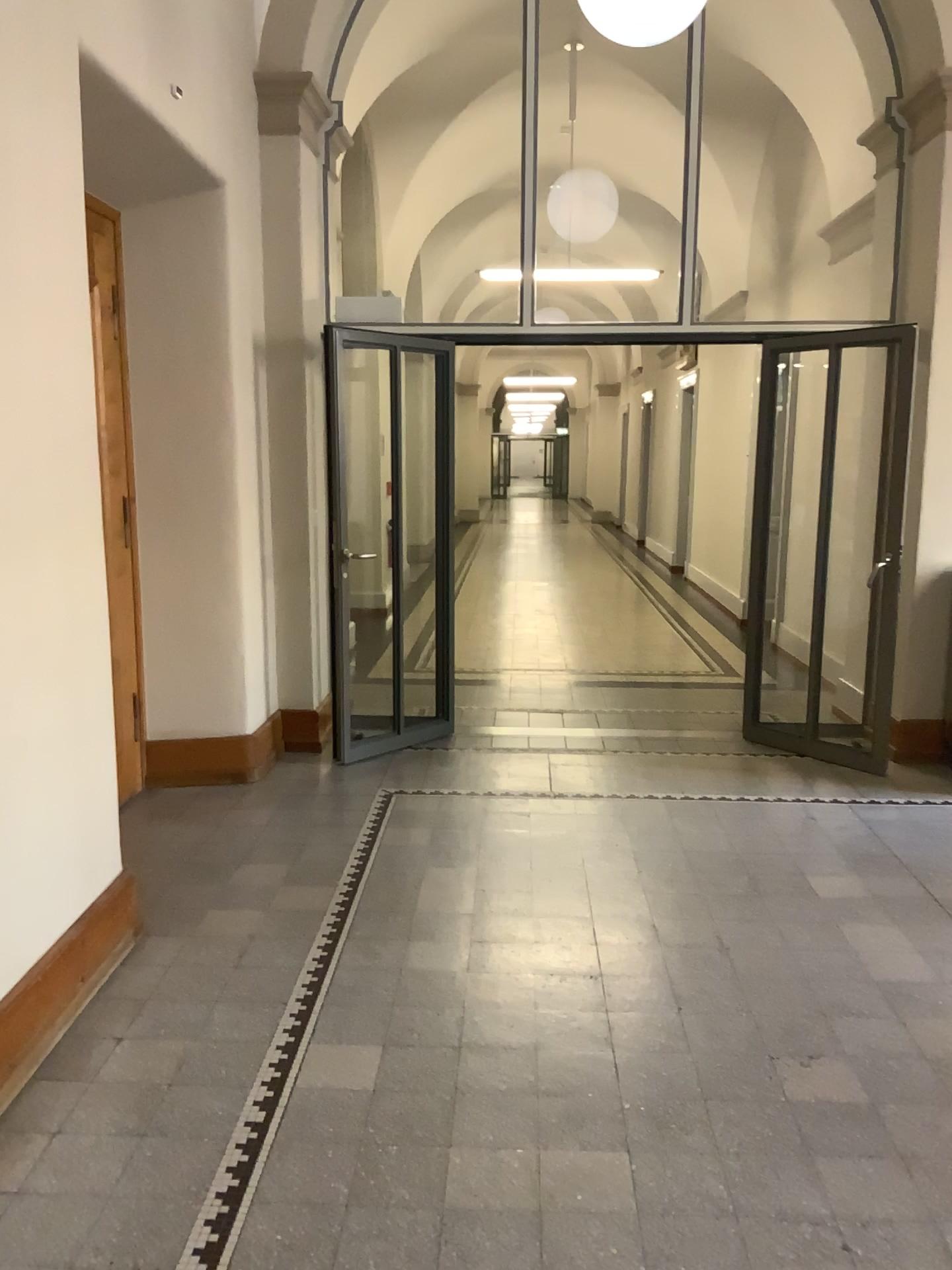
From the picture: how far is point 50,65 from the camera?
2.7 meters

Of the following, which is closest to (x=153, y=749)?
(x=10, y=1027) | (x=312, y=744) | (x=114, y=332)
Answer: (x=312, y=744)

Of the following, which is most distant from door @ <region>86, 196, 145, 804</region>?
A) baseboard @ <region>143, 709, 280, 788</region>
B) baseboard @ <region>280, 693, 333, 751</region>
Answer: baseboard @ <region>280, 693, 333, 751</region>

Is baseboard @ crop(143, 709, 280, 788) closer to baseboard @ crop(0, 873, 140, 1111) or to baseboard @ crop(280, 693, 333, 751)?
baseboard @ crop(280, 693, 333, 751)

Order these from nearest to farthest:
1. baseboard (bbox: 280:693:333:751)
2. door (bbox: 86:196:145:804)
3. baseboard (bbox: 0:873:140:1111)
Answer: baseboard (bbox: 0:873:140:1111), door (bbox: 86:196:145:804), baseboard (bbox: 280:693:333:751)

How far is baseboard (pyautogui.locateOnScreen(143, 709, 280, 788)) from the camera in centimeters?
487cm

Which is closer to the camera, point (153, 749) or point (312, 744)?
point (153, 749)

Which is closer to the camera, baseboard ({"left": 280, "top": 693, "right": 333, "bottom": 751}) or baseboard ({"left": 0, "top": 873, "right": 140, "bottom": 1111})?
baseboard ({"left": 0, "top": 873, "right": 140, "bottom": 1111})

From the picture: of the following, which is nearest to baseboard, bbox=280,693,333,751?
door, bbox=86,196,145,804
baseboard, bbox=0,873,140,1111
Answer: door, bbox=86,196,145,804

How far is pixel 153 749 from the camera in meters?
4.9 m
